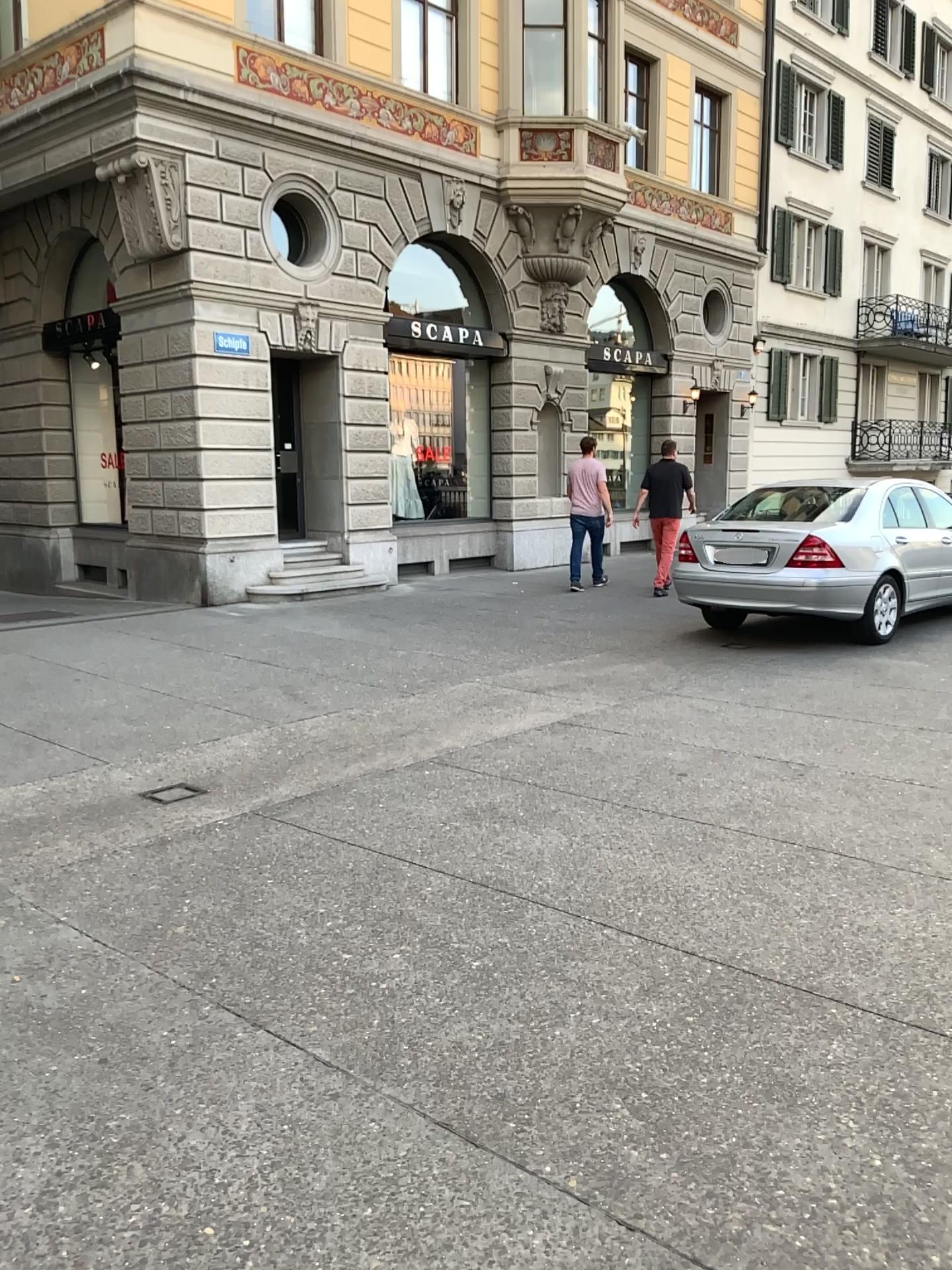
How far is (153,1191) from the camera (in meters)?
2.22
